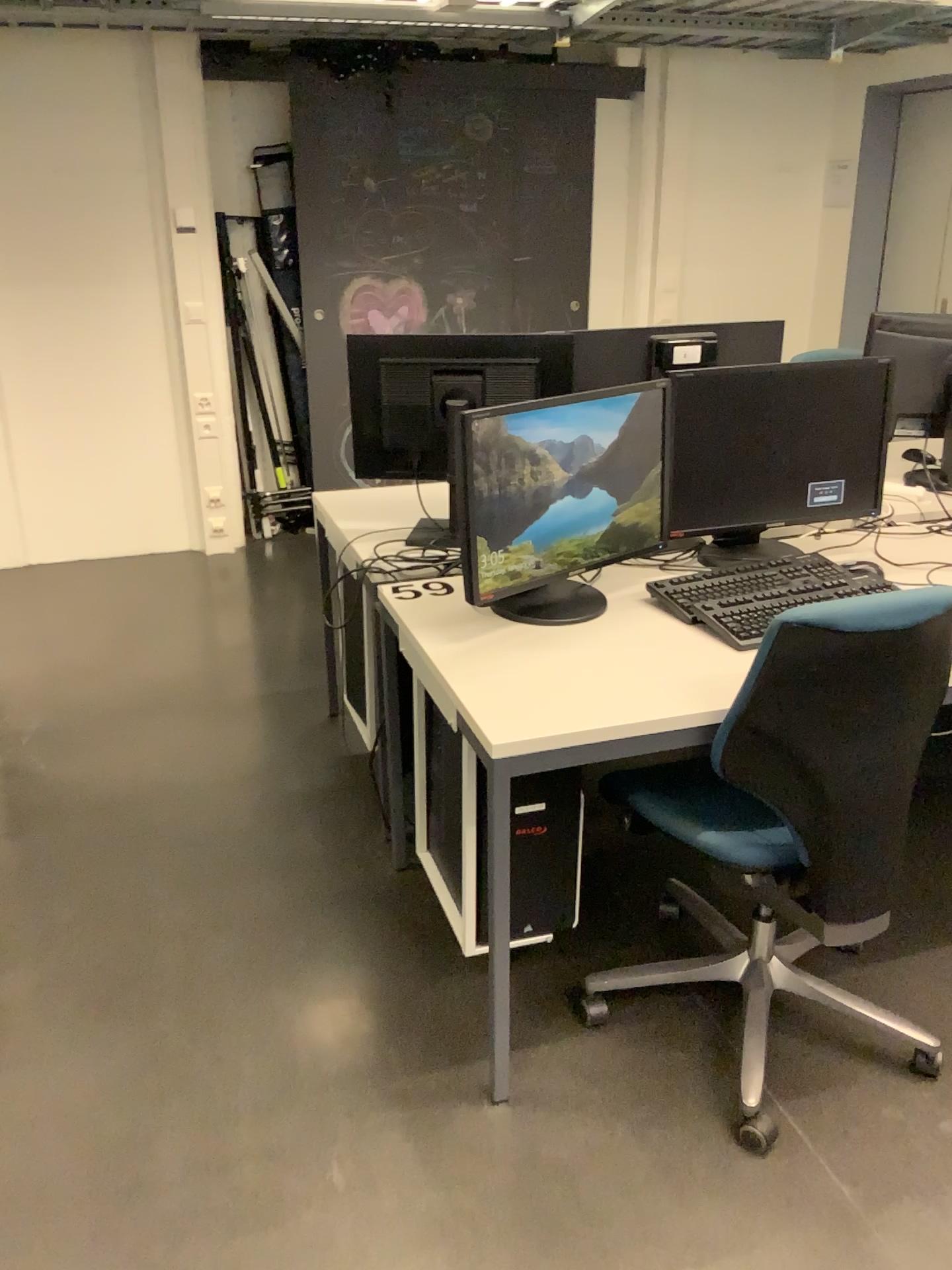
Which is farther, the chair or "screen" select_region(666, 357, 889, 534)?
"screen" select_region(666, 357, 889, 534)

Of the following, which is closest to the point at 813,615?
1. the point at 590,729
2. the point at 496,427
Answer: the point at 590,729

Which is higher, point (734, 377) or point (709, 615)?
point (734, 377)

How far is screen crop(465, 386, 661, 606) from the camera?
2.0m

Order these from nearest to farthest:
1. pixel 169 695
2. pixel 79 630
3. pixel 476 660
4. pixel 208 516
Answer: pixel 476 660 < pixel 169 695 < pixel 79 630 < pixel 208 516

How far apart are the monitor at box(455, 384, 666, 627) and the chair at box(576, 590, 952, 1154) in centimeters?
33cm

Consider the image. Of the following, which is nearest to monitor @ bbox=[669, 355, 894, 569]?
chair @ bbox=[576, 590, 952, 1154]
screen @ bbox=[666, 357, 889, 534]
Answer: screen @ bbox=[666, 357, 889, 534]

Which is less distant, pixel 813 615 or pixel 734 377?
pixel 813 615

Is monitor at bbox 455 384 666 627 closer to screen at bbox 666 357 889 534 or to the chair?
screen at bbox 666 357 889 534

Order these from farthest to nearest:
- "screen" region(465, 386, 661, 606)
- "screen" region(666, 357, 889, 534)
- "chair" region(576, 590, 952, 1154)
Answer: "screen" region(666, 357, 889, 534)
"screen" region(465, 386, 661, 606)
"chair" region(576, 590, 952, 1154)
